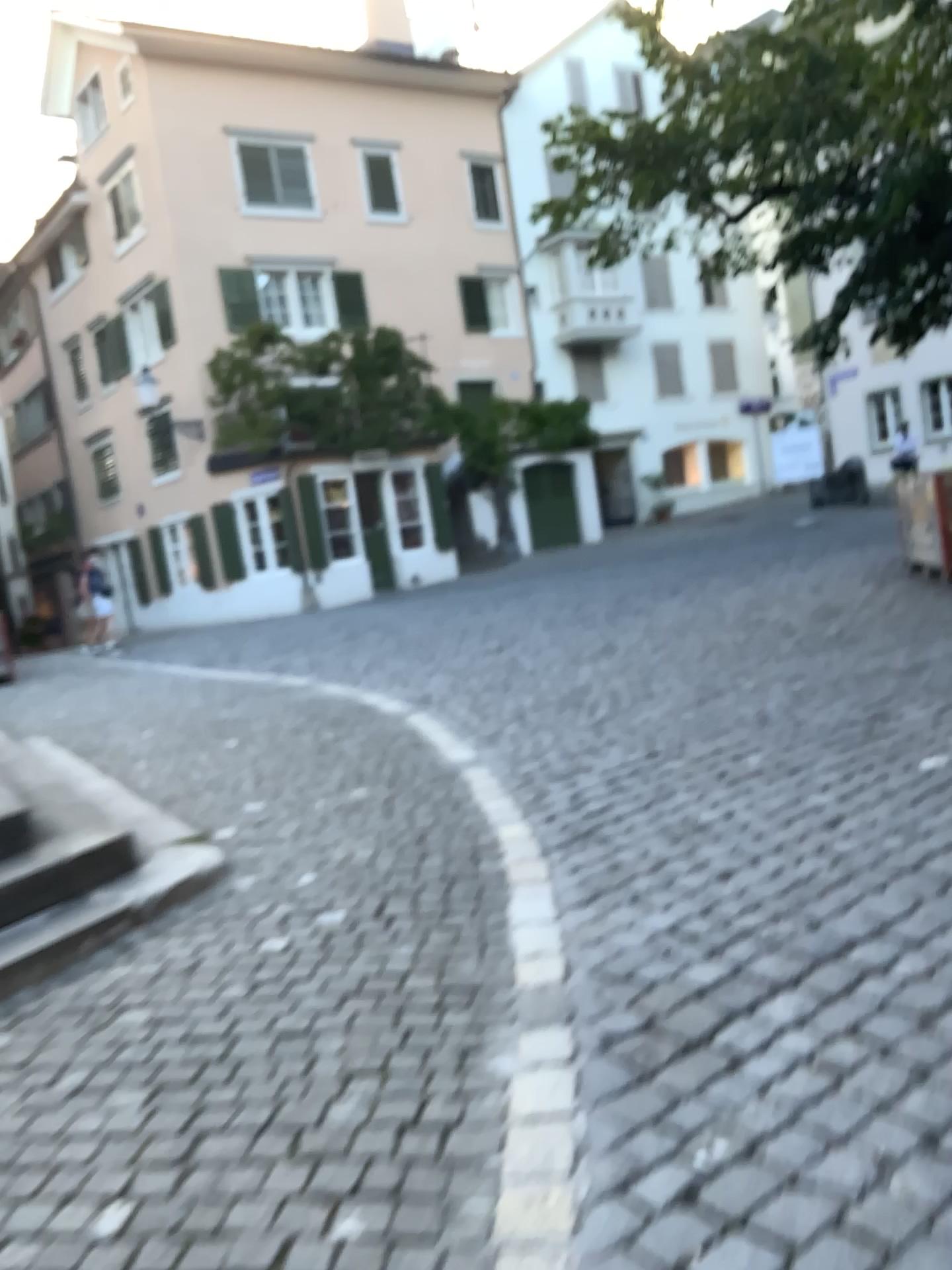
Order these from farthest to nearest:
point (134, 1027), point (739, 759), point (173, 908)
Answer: point (739, 759) < point (173, 908) < point (134, 1027)
